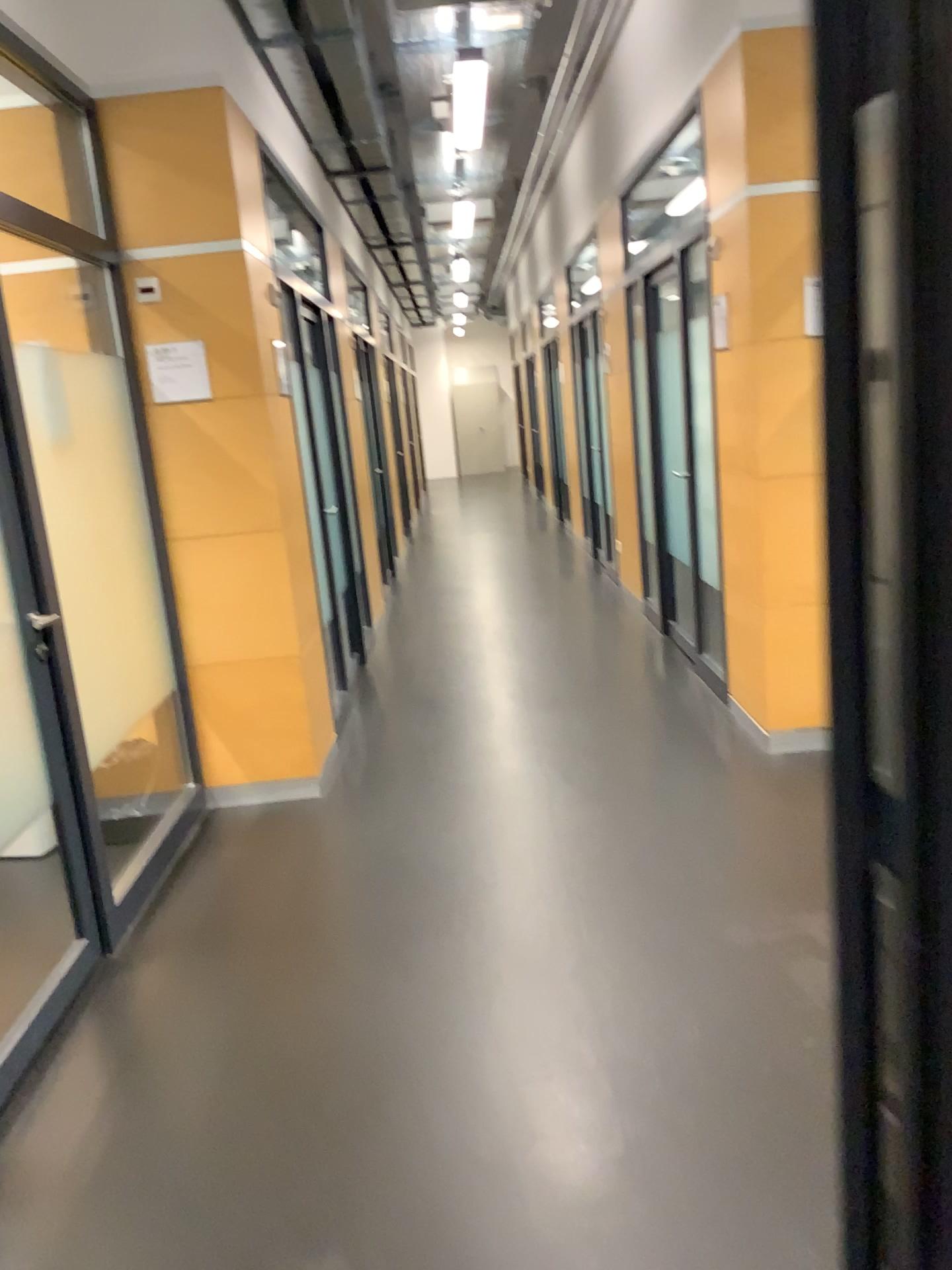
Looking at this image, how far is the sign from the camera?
3.8m

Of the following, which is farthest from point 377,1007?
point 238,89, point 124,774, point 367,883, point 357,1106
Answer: point 238,89

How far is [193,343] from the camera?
3.81m
